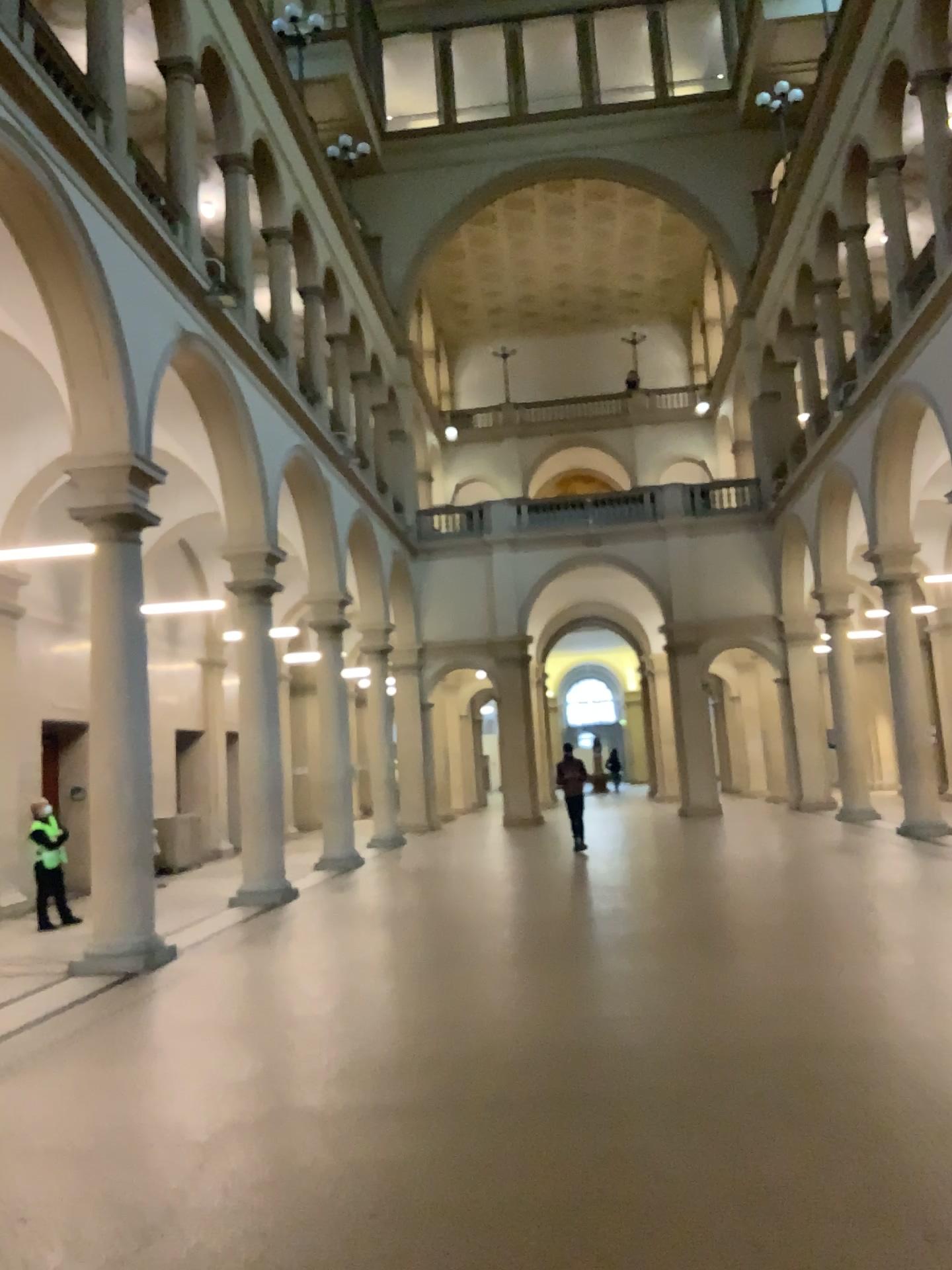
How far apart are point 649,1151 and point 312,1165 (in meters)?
1.34
